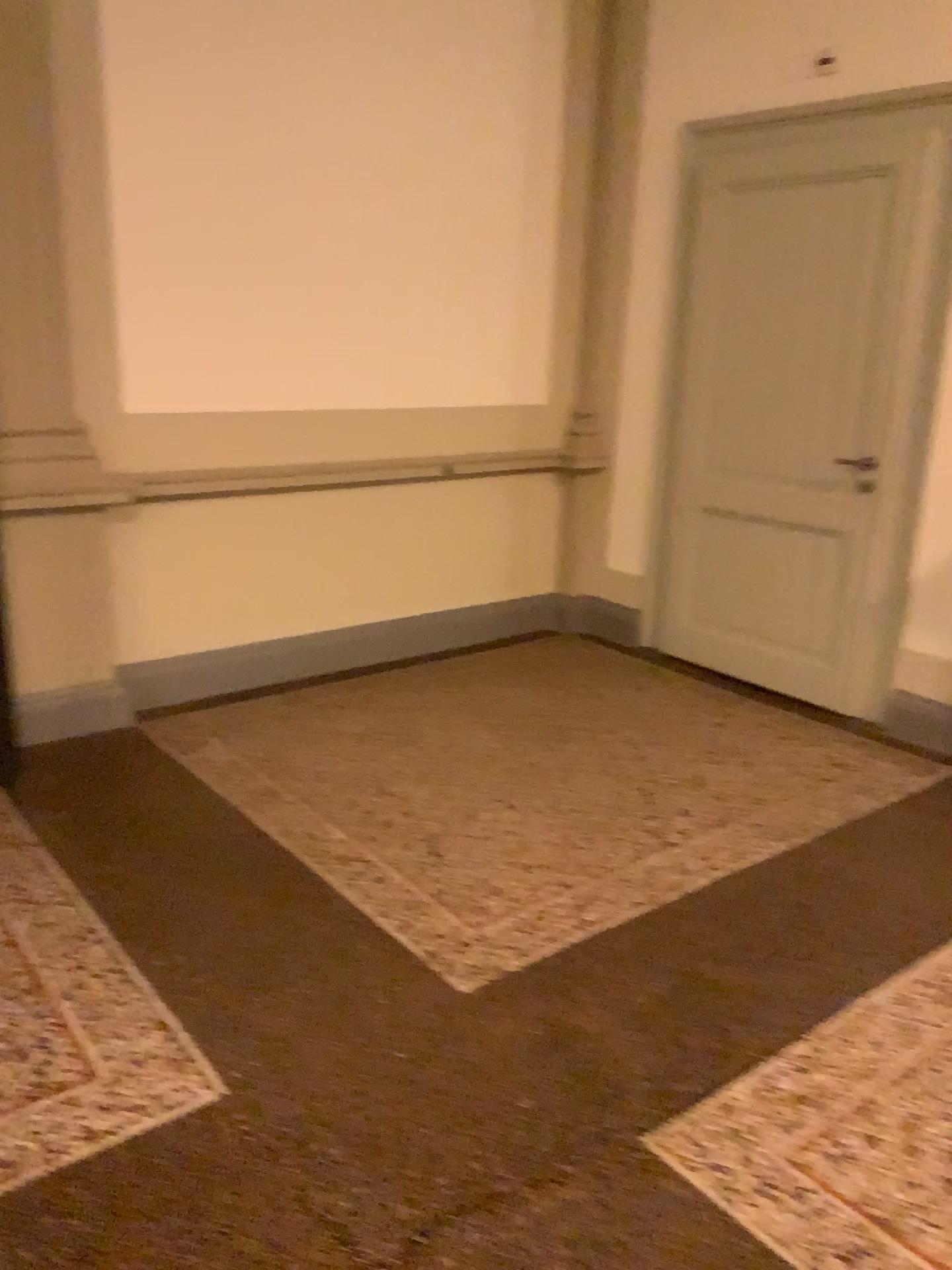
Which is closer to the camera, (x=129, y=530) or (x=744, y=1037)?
(x=744, y=1037)

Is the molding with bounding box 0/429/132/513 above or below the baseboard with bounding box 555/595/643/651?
above

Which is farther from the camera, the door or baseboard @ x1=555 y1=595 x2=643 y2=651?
baseboard @ x1=555 y1=595 x2=643 y2=651

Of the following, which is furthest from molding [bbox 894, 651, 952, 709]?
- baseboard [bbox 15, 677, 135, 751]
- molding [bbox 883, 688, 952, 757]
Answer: baseboard [bbox 15, 677, 135, 751]

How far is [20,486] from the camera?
3.52m

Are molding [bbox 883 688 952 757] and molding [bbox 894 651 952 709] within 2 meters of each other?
yes

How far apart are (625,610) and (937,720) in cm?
158

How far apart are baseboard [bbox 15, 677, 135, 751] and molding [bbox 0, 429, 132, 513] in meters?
0.7 m

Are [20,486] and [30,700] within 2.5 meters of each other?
yes

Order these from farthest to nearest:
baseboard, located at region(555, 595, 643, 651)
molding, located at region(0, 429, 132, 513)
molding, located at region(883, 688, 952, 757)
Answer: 1. baseboard, located at region(555, 595, 643, 651)
2. molding, located at region(883, 688, 952, 757)
3. molding, located at region(0, 429, 132, 513)
